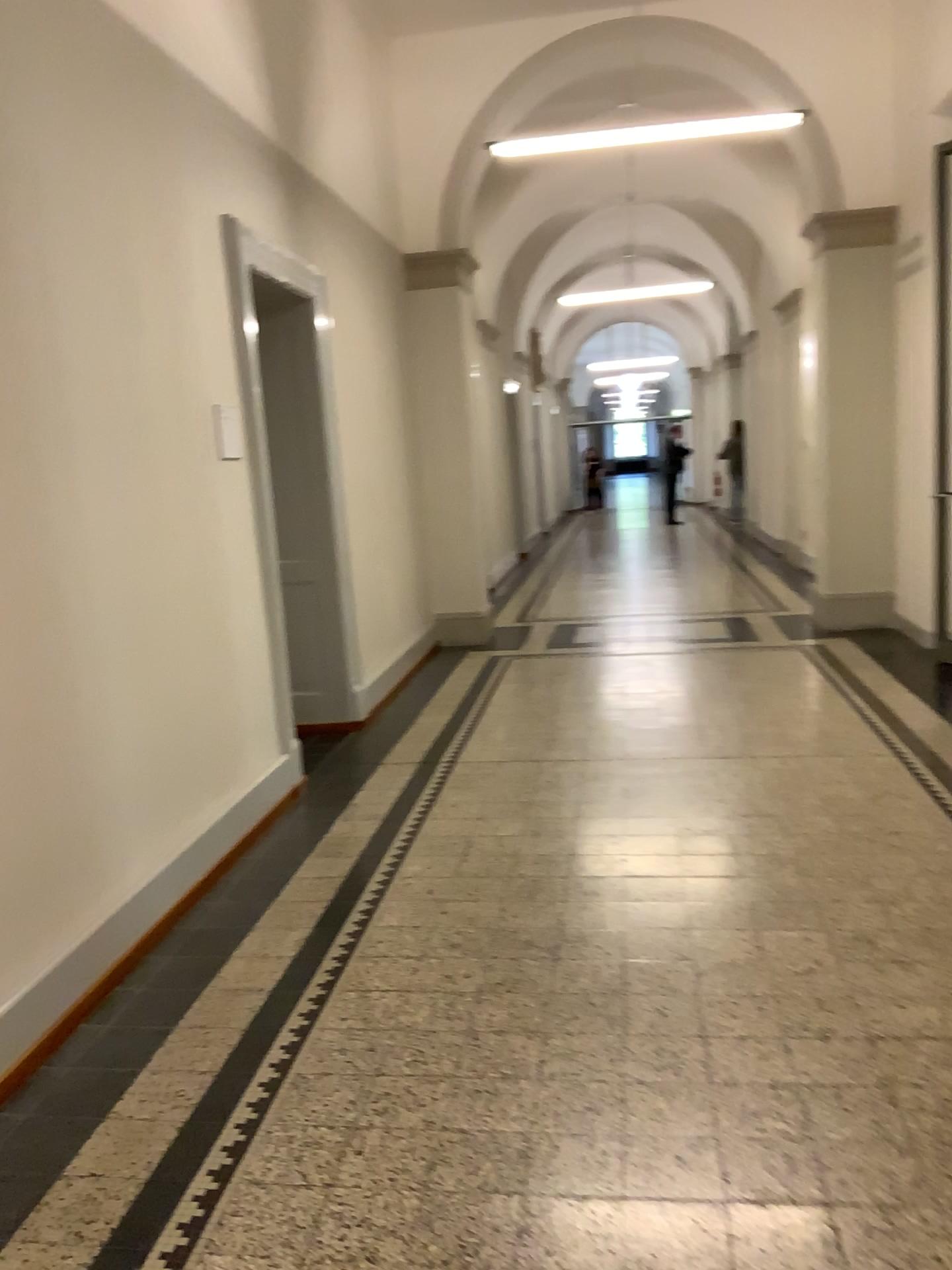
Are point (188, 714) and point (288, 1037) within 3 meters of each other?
yes
